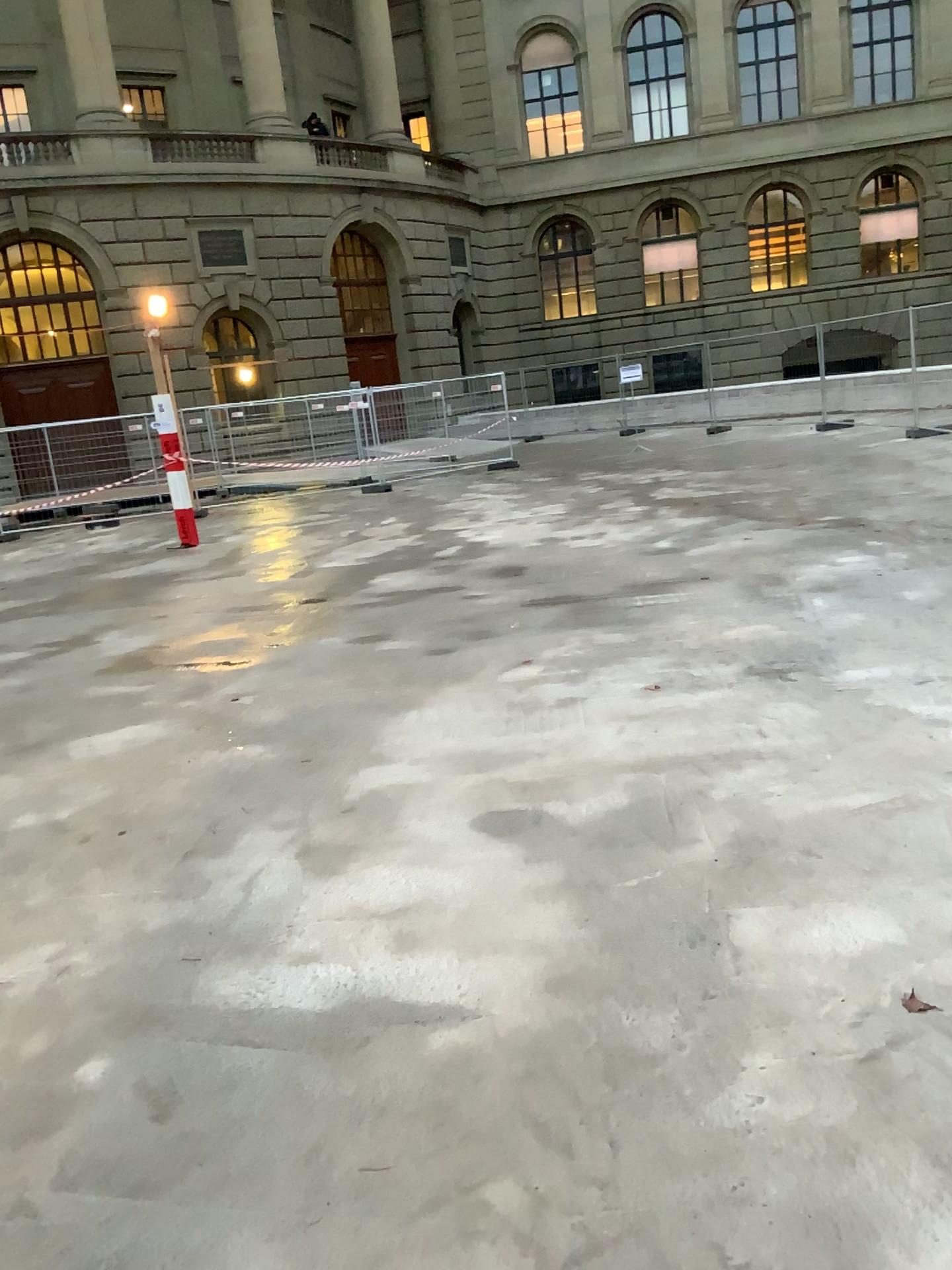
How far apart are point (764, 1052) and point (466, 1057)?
0.66m
